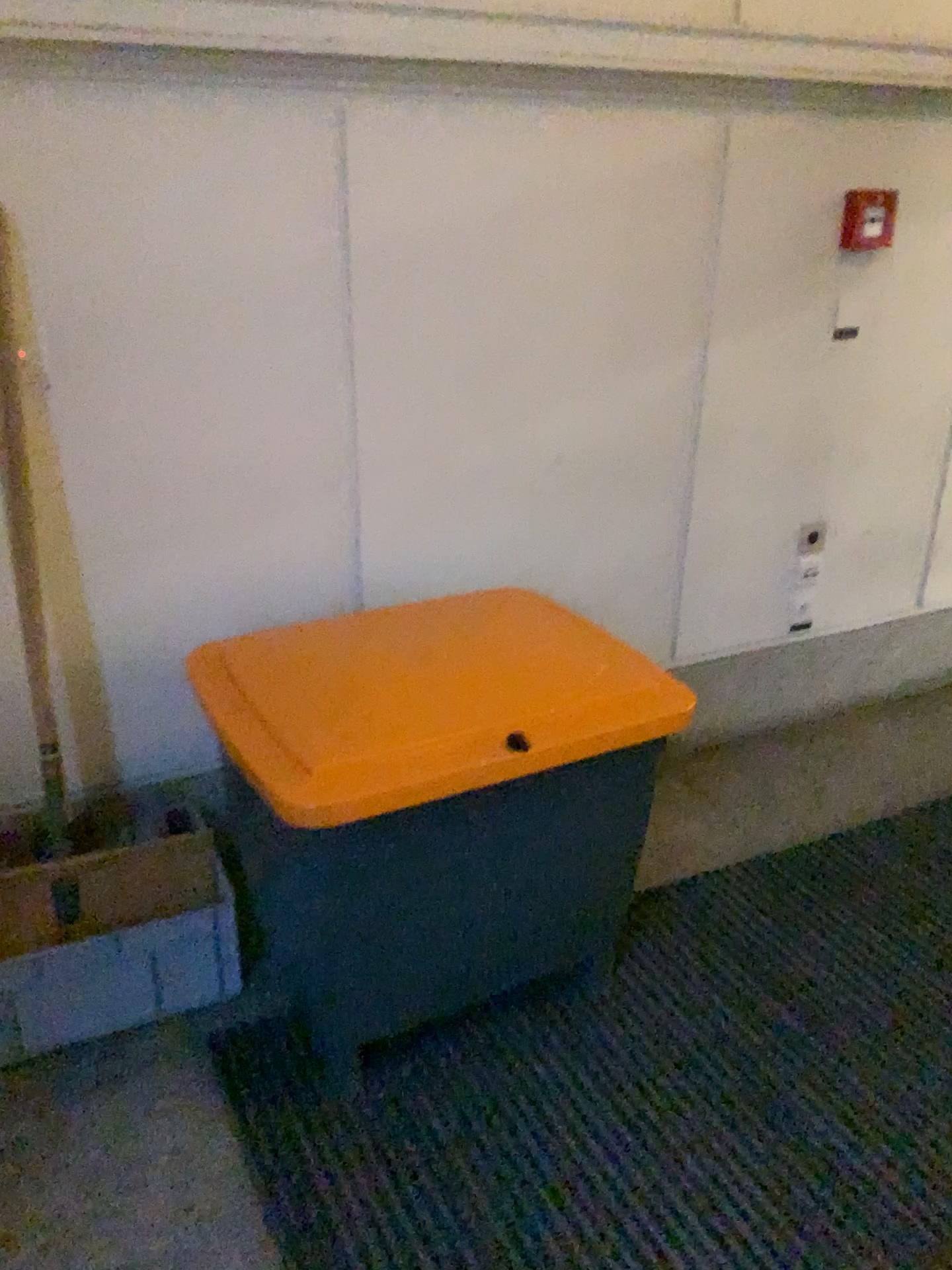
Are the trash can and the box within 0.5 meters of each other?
yes

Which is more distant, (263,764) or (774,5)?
(774,5)

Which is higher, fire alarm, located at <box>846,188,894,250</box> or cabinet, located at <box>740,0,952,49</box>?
cabinet, located at <box>740,0,952,49</box>

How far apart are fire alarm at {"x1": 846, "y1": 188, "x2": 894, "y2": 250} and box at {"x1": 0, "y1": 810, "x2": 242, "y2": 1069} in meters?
2.1 m

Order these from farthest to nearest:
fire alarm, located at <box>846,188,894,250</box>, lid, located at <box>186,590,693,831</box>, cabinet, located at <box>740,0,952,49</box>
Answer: fire alarm, located at <box>846,188,894,250</box>, cabinet, located at <box>740,0,952,49</box>, lid, located at <box>186,590,693,831</box>

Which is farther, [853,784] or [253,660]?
[853,784]

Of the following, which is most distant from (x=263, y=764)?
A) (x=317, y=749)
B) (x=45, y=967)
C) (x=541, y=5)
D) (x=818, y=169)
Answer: (x=818, y=169)

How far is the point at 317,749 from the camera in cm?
165

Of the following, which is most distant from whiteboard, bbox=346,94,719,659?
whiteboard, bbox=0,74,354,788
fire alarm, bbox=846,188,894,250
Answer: fire alarm, bbox=846,188,894,250

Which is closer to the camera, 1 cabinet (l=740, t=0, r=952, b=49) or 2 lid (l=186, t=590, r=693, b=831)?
2 lid (l=186, t=590, r=693, b=831)
